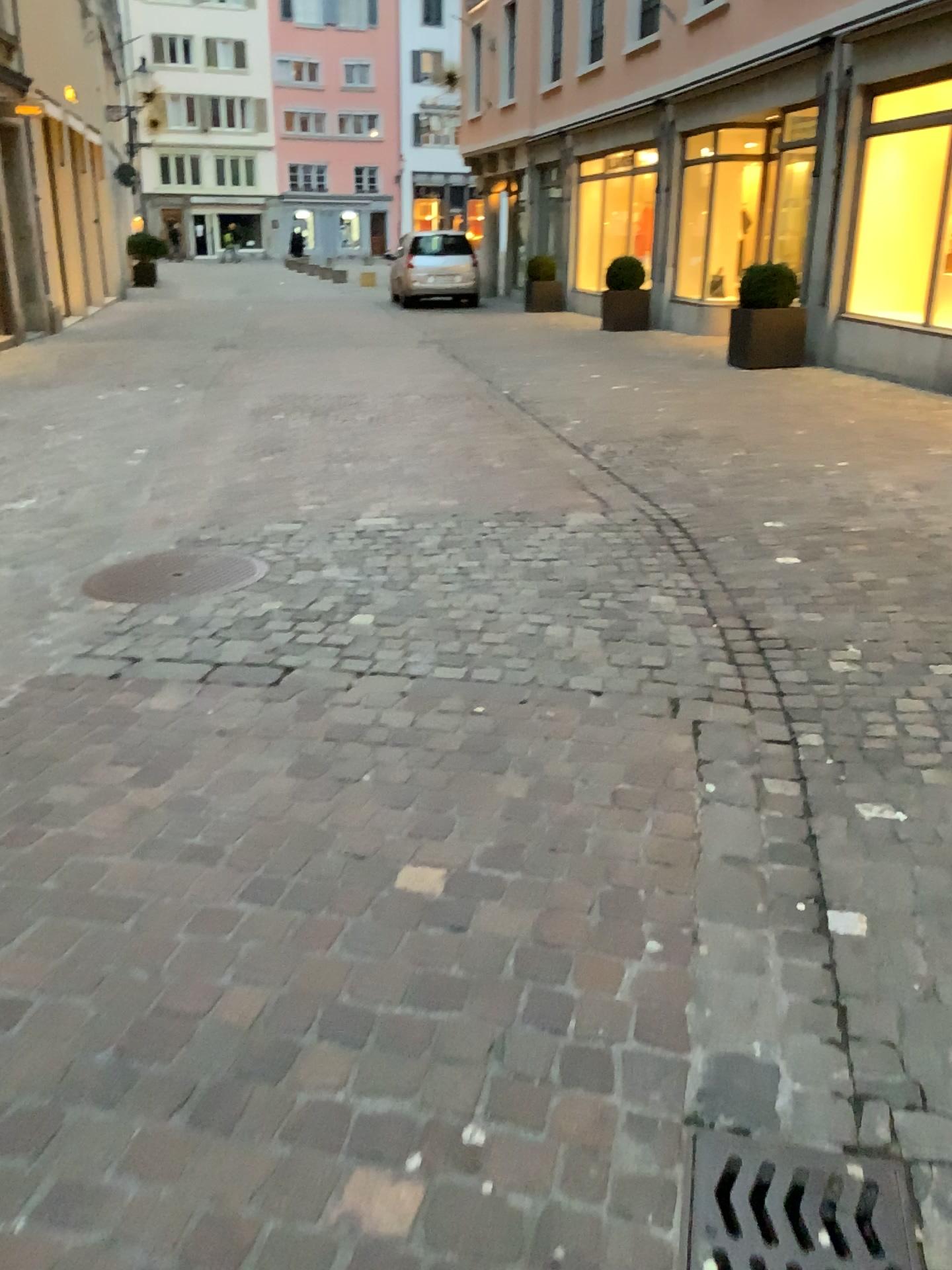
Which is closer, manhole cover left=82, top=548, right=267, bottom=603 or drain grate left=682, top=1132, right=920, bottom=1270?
drain grate left=682, top=1132, right=920, bottom=1270

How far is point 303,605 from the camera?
3.95m

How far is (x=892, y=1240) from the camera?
1.5 meters

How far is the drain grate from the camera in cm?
147

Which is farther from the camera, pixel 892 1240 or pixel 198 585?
pixel 198 585
